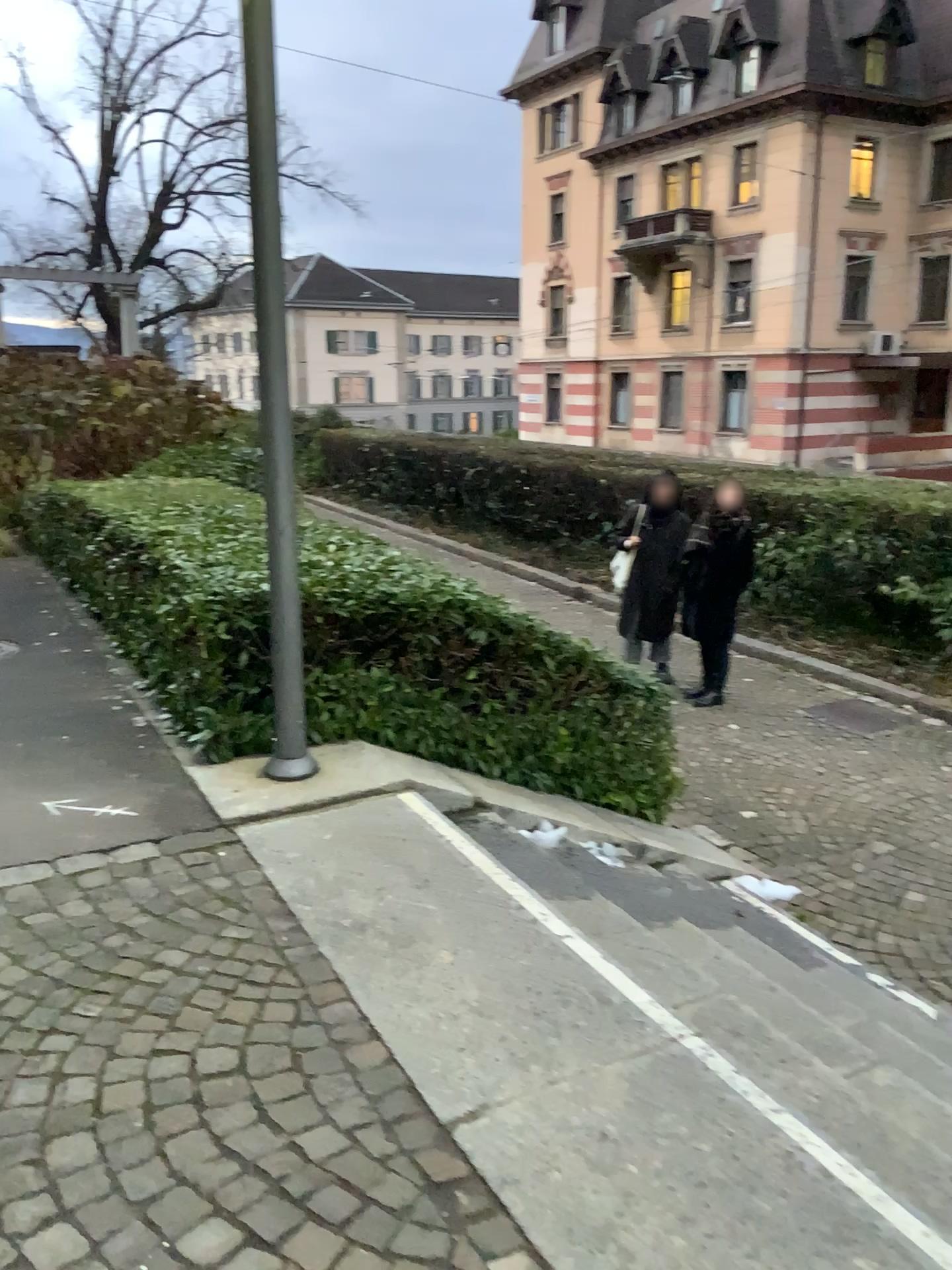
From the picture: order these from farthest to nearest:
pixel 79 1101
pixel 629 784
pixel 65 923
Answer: pixel 629 784, pixel 65 923, pixel 79 1101
